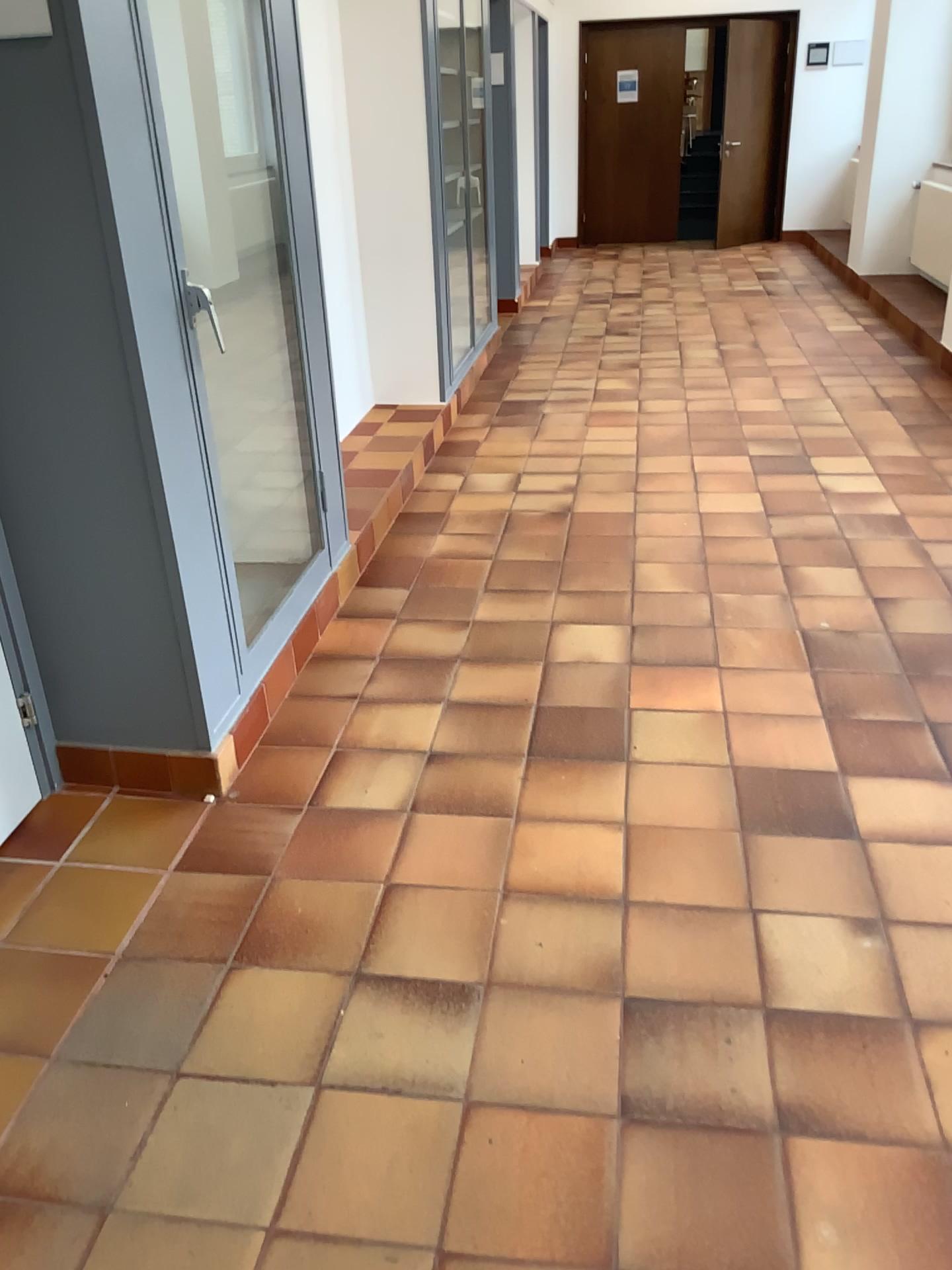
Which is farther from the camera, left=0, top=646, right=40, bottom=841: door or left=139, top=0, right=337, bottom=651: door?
left=139, top=0, right=337, bottom=651: door

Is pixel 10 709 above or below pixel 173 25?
below

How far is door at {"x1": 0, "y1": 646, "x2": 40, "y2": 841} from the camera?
2.4m

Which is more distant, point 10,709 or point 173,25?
point 173,25

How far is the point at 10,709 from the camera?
2.37m

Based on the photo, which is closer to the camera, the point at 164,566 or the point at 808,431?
the point at 164,566
